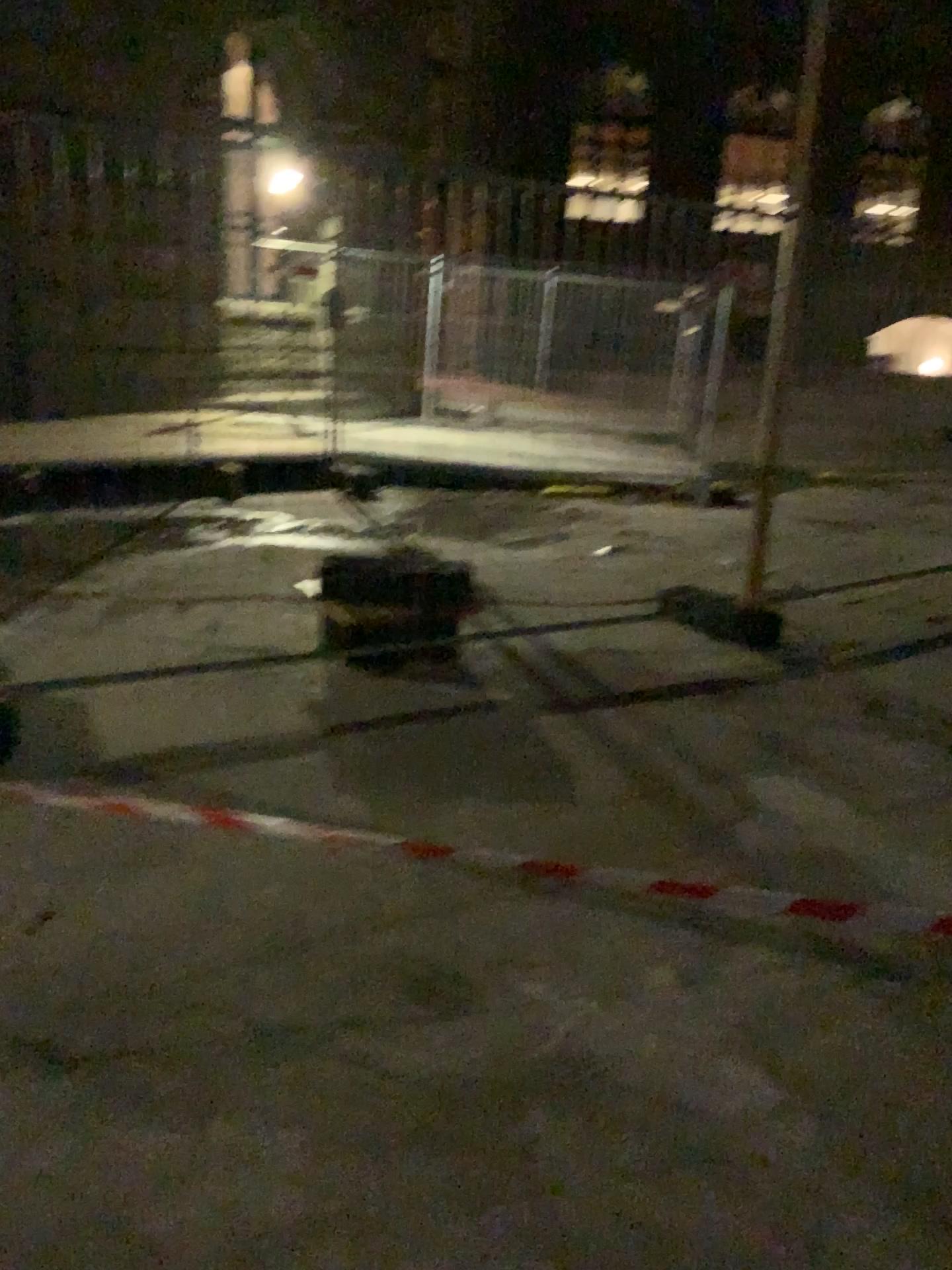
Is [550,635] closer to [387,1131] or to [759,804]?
[759,804]
